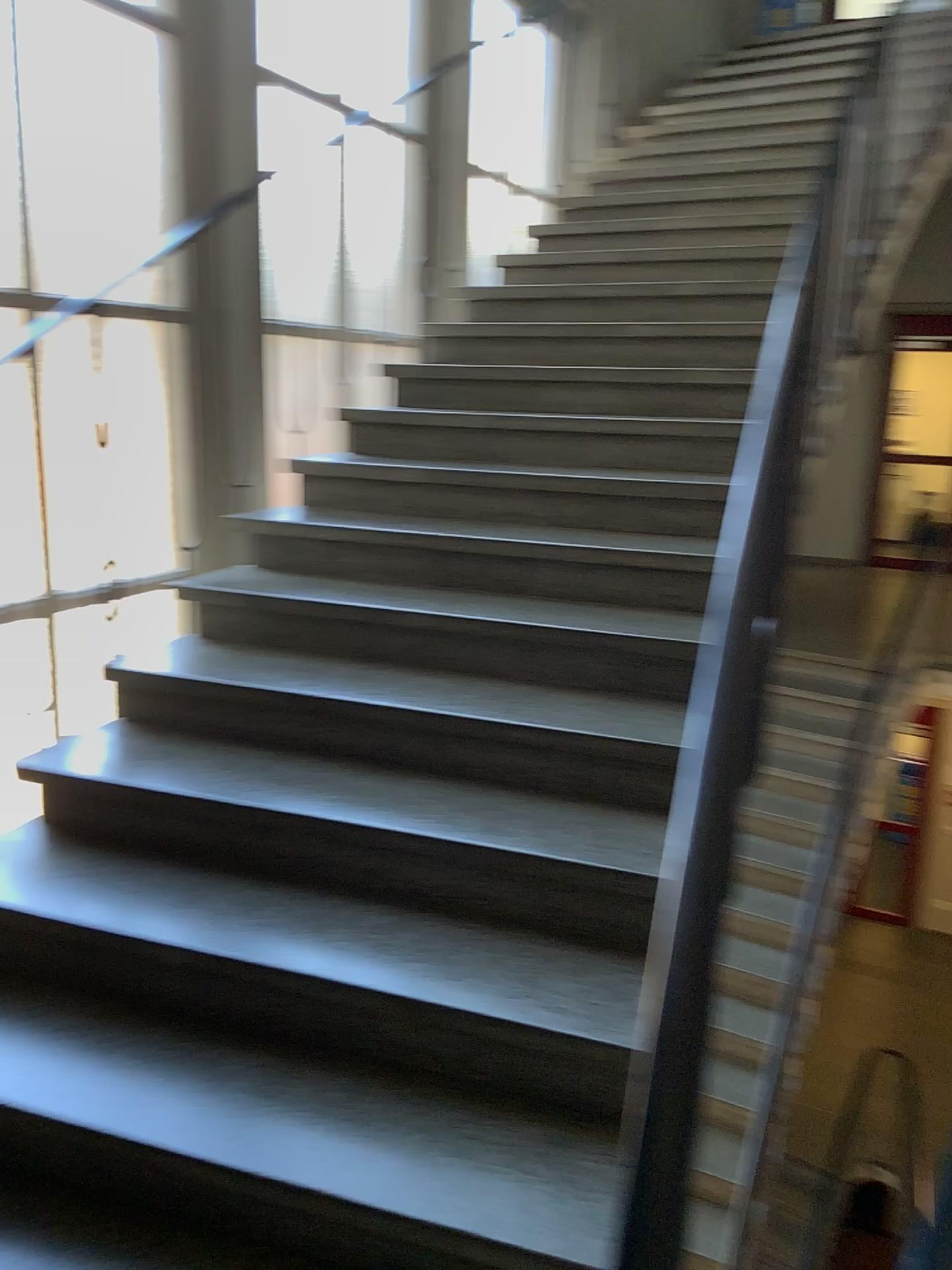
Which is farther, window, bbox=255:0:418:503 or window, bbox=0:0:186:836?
window, bbox=255:0:418:503

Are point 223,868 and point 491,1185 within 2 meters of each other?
yes

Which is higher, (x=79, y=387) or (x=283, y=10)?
(x=283, y=10)

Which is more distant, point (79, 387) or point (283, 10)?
point (283, 10)
